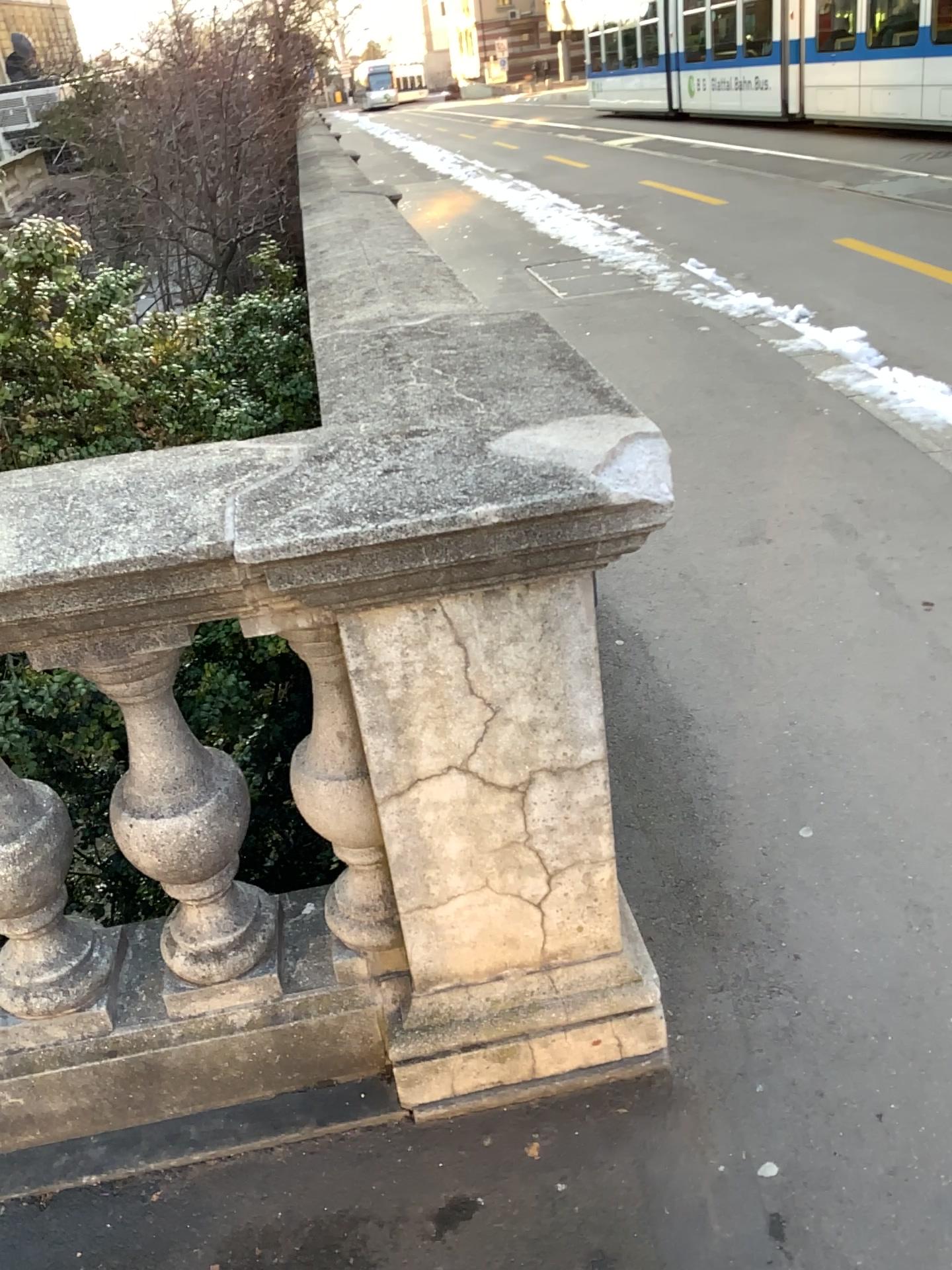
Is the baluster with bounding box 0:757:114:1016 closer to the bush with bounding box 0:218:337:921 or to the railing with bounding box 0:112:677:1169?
the railing with bounding box 0:112:677:1169

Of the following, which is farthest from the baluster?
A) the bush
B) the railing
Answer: the bush

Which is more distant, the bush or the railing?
the bush

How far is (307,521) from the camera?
1.2m

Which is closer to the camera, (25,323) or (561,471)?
(561,471)

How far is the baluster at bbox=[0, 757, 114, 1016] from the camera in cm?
151

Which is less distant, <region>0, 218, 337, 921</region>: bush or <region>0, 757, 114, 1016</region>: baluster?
<region>0, 757, 114, 1016</region>: baluster

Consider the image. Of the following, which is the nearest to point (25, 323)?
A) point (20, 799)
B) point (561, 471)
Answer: A: point (20, 799)

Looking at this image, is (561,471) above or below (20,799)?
above
